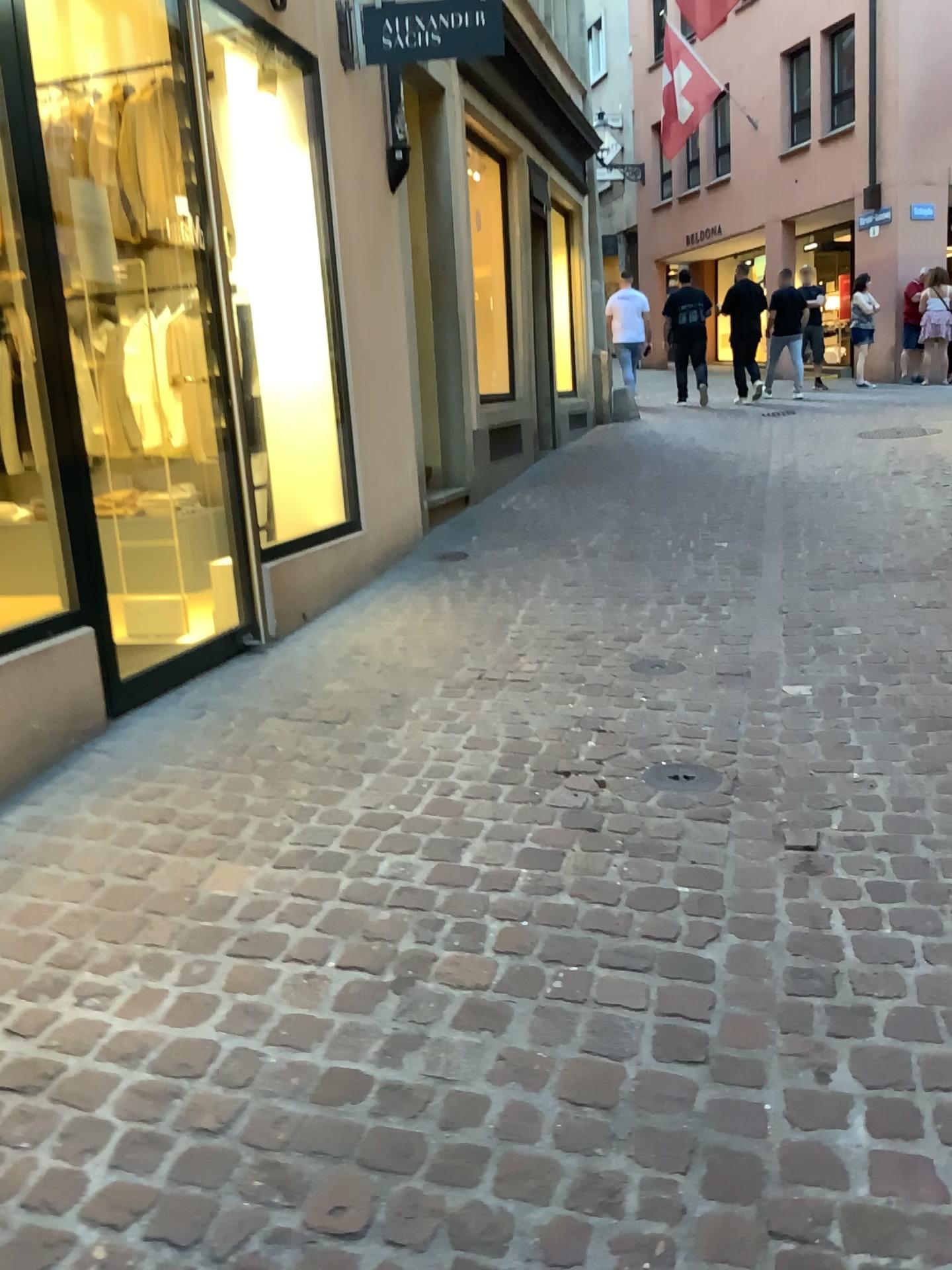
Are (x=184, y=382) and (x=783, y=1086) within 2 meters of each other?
no
